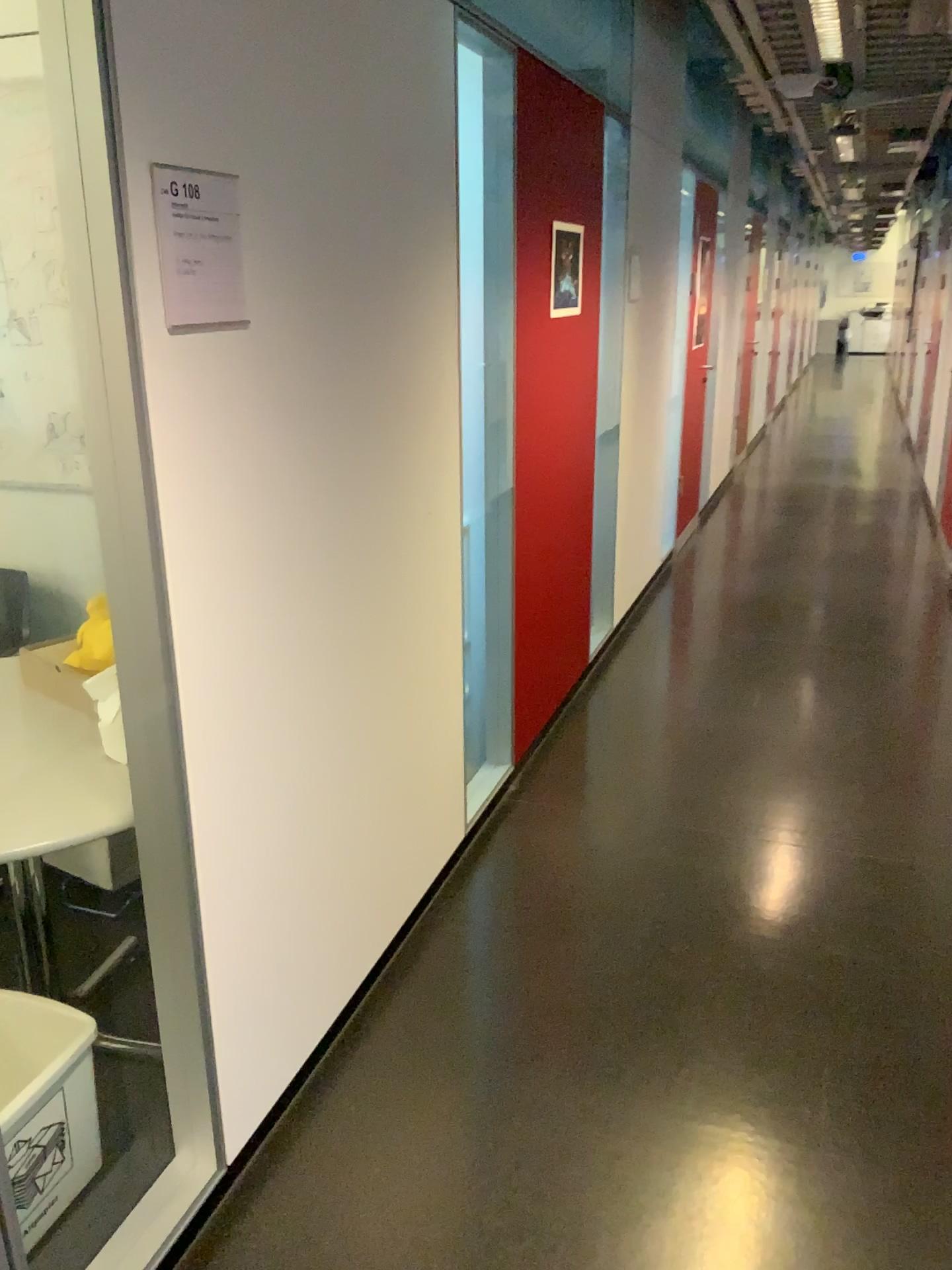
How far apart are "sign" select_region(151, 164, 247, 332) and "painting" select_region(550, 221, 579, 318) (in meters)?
1.99

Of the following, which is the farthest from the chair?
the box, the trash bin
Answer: the trash bin

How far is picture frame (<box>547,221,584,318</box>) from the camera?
3.4m

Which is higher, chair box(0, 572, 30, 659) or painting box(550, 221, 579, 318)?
painting box(550, 221, 579, 318)

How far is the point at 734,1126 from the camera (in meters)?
2.02

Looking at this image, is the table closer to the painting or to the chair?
the chair

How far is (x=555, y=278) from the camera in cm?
341

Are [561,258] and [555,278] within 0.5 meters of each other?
yes

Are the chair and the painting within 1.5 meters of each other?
no

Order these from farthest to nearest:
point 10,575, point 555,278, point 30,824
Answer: point 555,278
point 10,575
point 30,824
